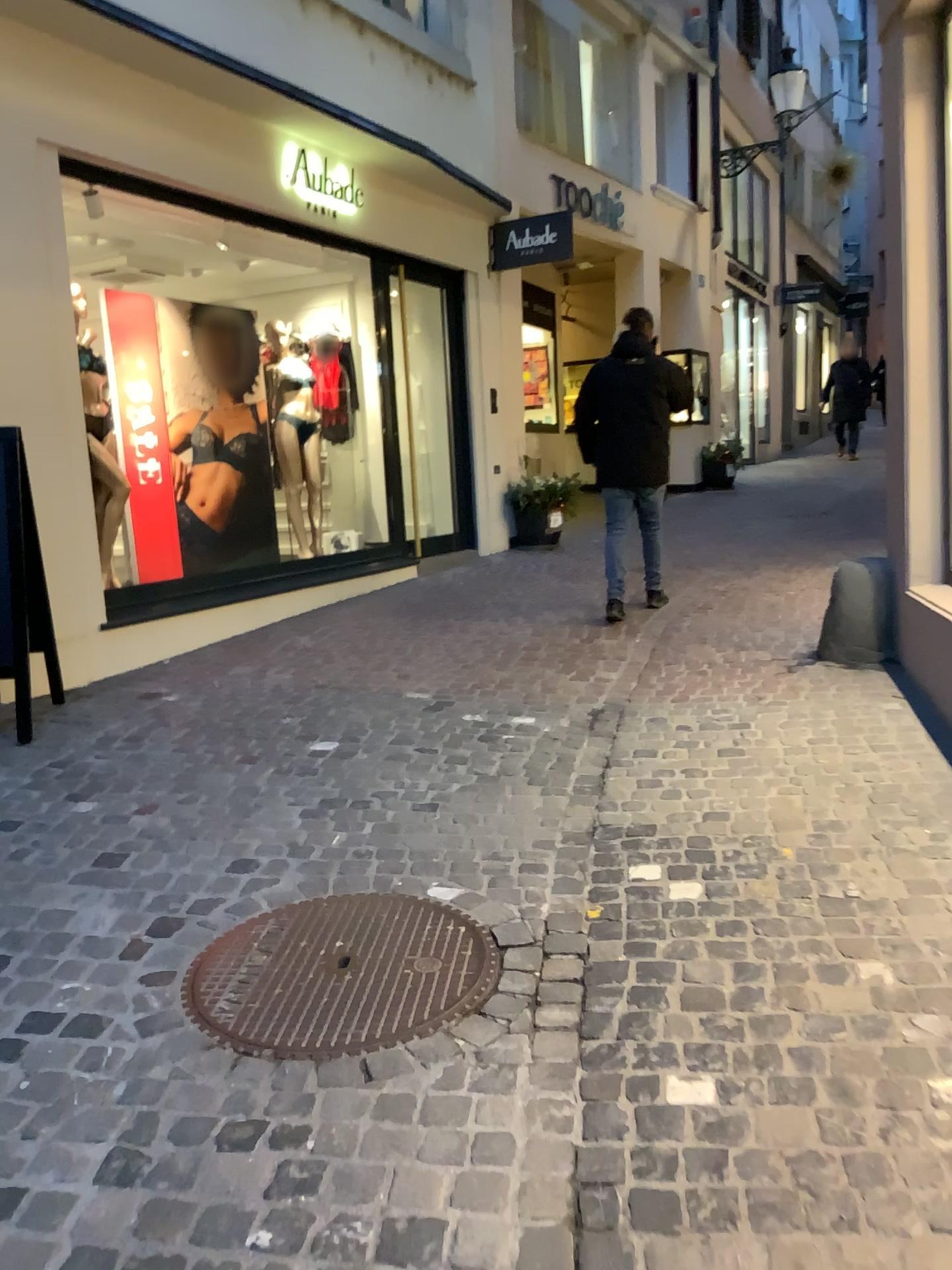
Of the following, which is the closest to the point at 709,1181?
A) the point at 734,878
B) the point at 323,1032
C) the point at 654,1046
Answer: the point at 654,1046
